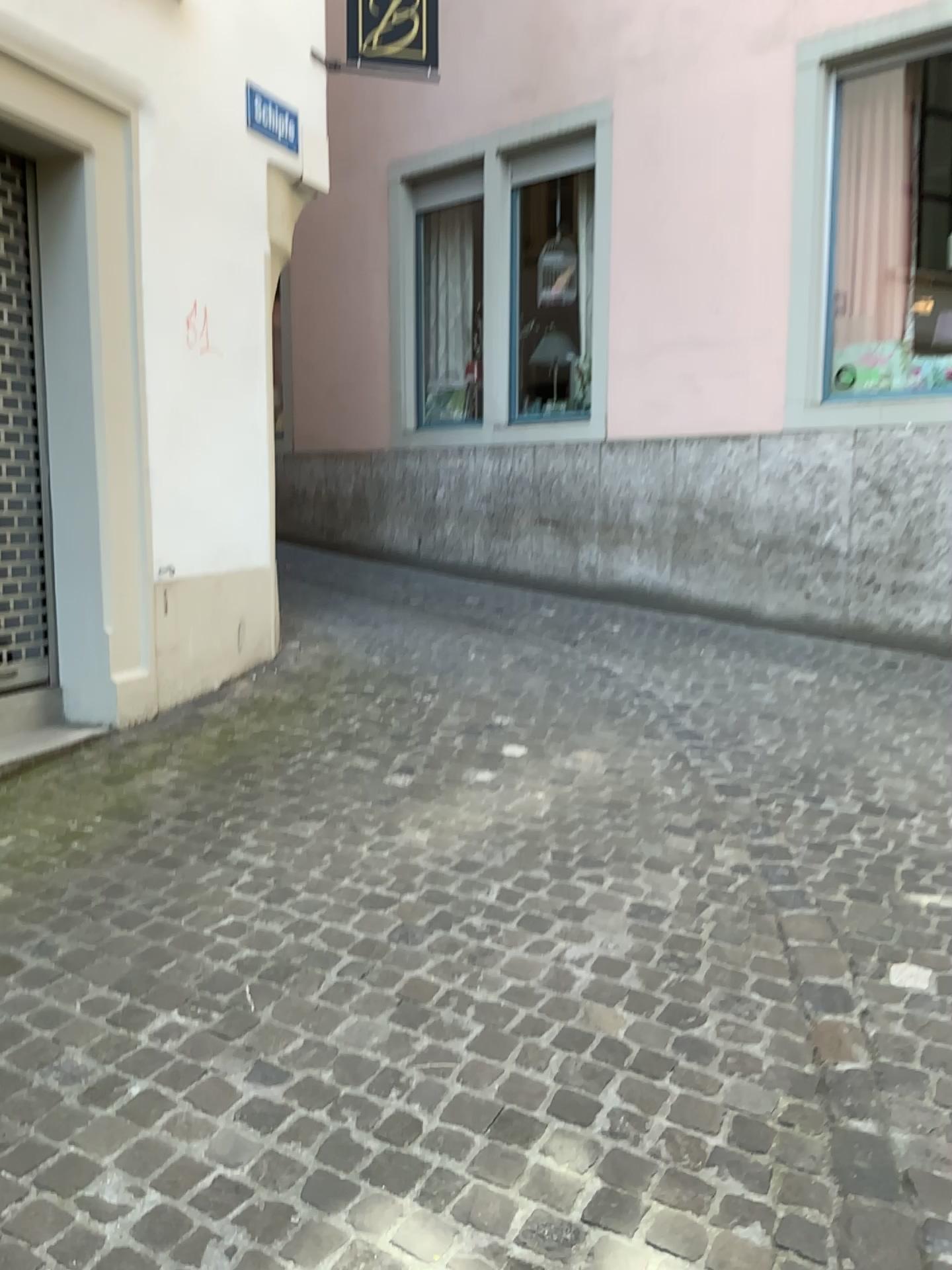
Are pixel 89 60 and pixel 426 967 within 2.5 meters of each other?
no

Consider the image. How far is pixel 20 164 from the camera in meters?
4.2

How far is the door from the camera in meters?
4.2 m
